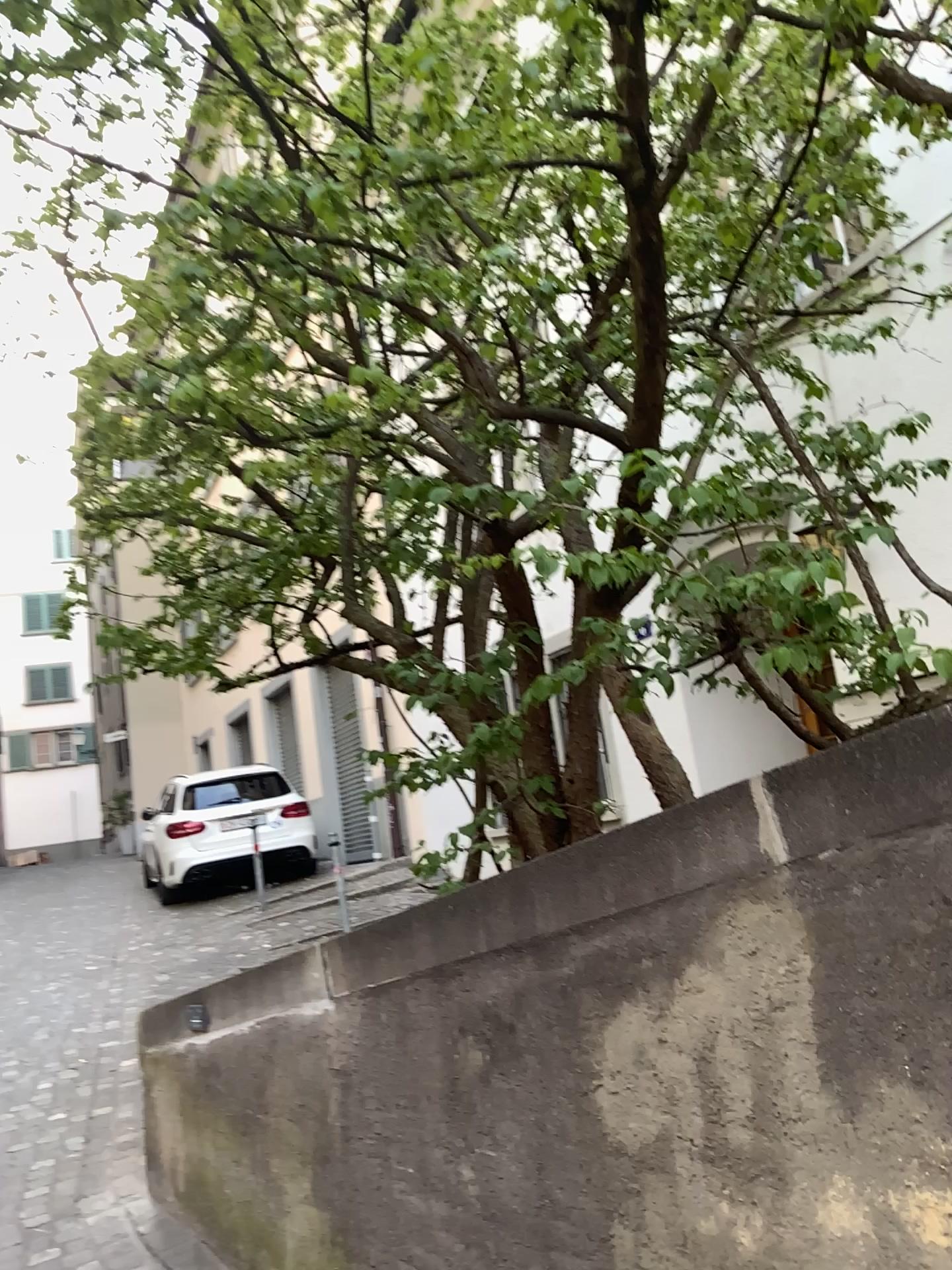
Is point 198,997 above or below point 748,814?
below
